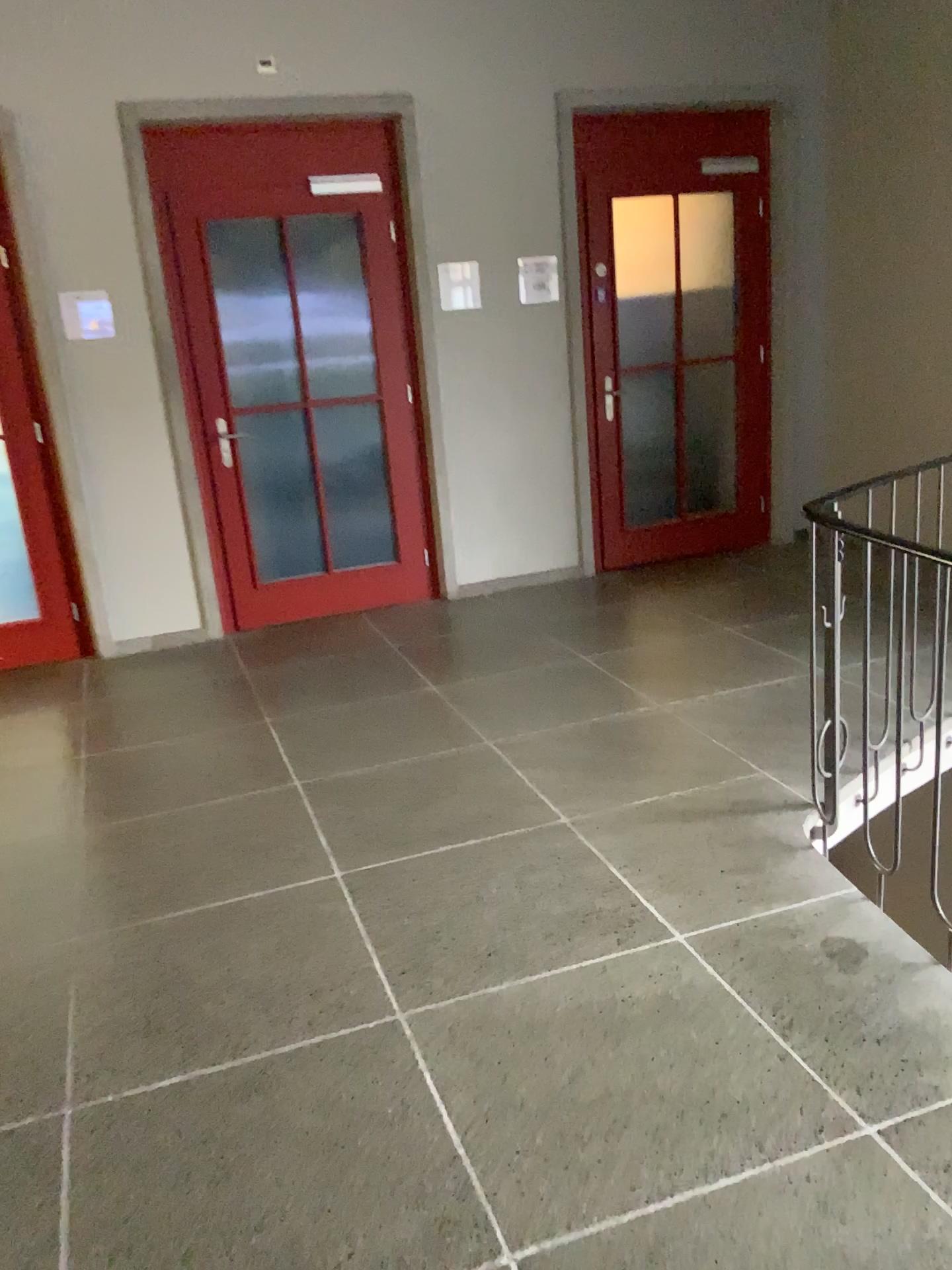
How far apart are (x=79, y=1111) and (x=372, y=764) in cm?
167
